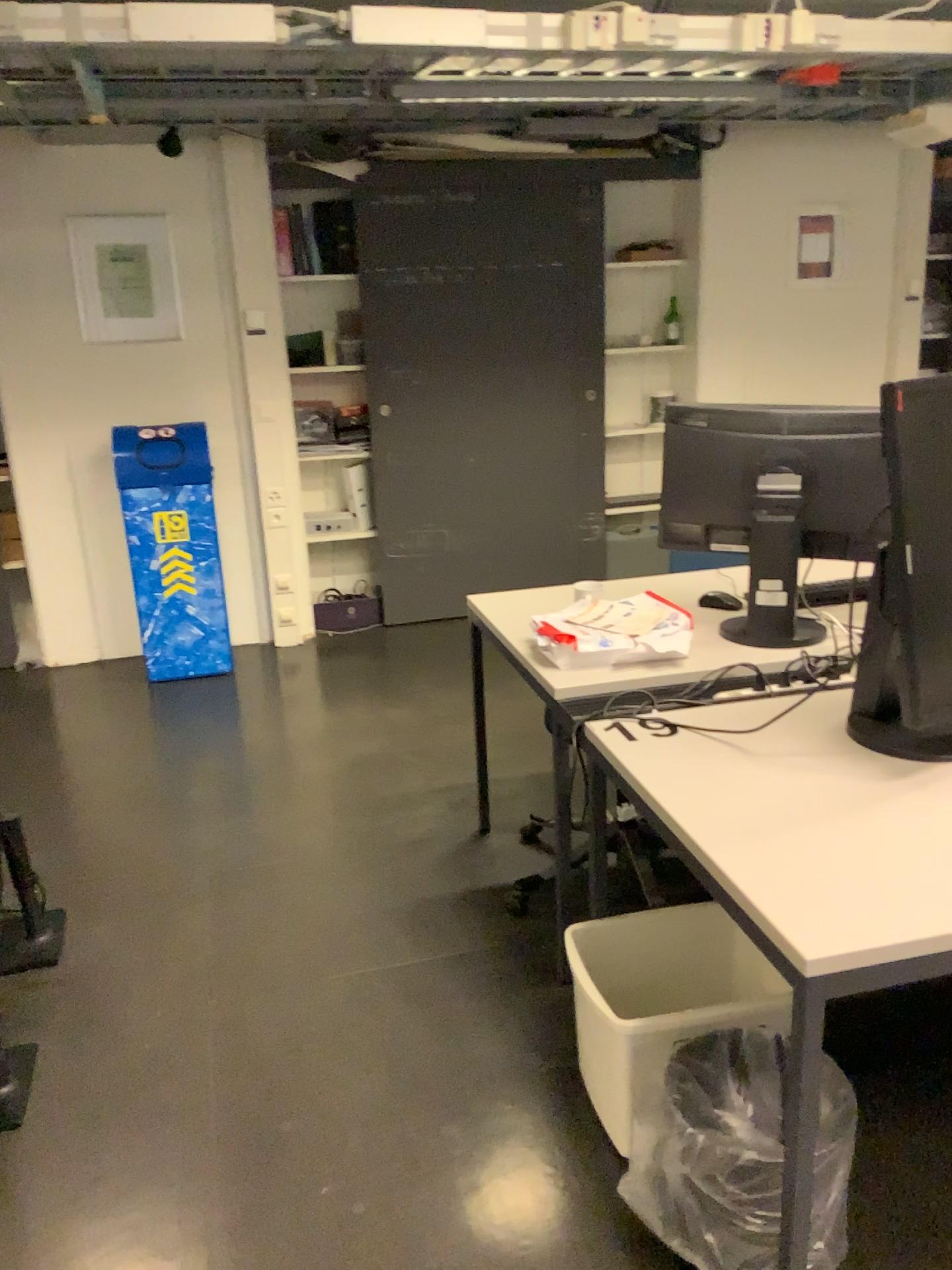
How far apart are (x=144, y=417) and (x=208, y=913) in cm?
264

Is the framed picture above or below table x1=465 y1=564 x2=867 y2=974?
above

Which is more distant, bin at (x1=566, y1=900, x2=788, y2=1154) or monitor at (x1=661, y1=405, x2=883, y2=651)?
monitor at (x1=661, y1=405, x2=883, y2=651)

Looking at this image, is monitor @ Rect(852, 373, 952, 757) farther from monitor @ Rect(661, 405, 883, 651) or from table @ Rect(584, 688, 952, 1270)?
monitor @ Rect(661, 405, 883, 651)

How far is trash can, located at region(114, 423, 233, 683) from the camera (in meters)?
4.37

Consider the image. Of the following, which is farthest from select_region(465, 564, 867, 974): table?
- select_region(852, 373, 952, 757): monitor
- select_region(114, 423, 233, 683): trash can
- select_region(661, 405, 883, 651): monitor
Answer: select_region(114, 423, 233, 683): trash can

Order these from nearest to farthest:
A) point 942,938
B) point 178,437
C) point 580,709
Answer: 1. point 942,938
2. point 580,709
3. point 178,437

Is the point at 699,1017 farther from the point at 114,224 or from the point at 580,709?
the point at 114,224

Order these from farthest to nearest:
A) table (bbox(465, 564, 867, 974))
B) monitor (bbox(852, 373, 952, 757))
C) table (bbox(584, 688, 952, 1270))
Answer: table (bbox(465, 564, 867, 974)) < monitor (bbox(852, 373, 952, 757)) < table (bbox(584, 688, 952, 1270))

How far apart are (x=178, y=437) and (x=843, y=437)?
2.9m
